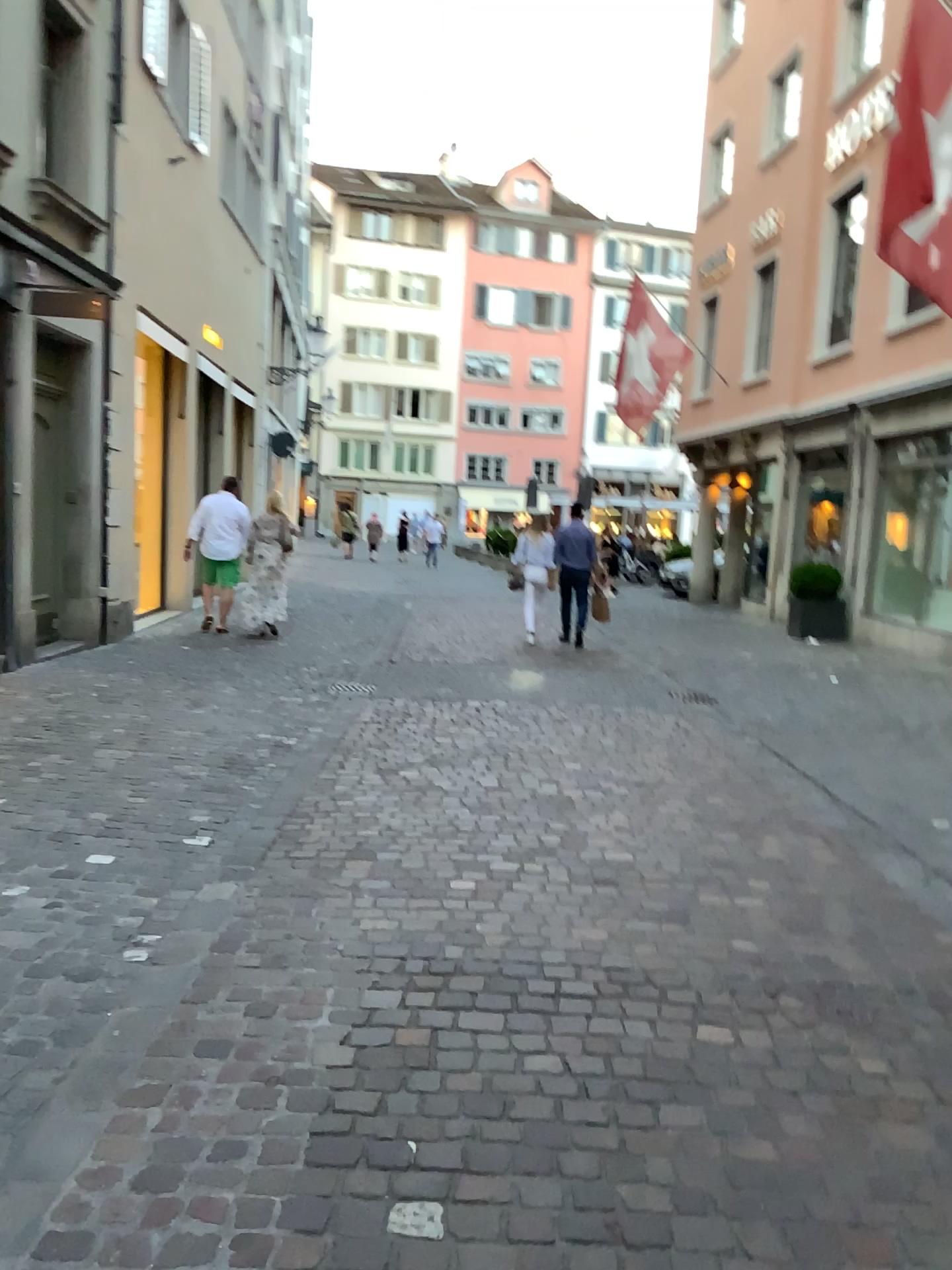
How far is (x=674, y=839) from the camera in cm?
474
